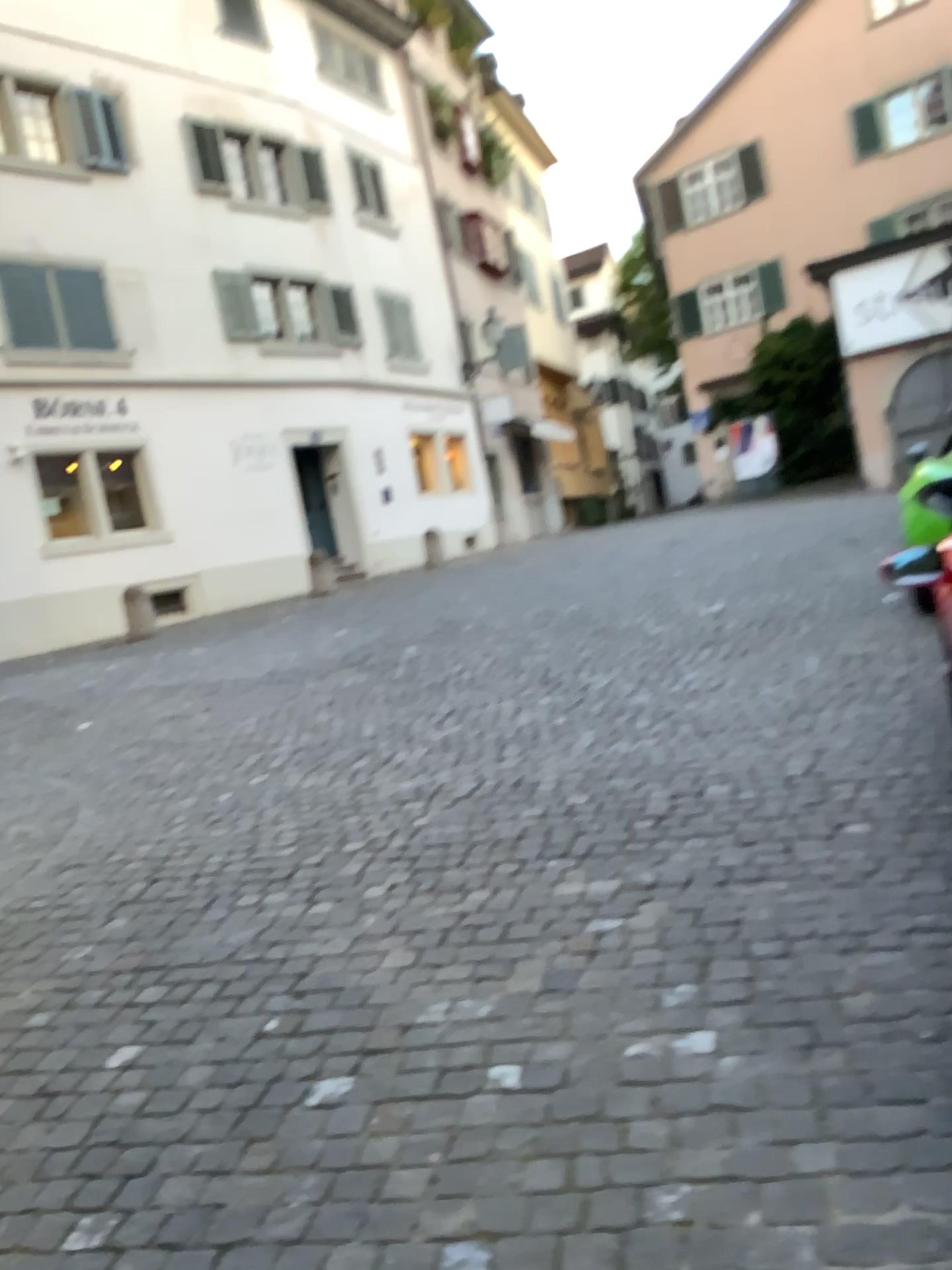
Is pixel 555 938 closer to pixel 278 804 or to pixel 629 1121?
pixel 629 1121
